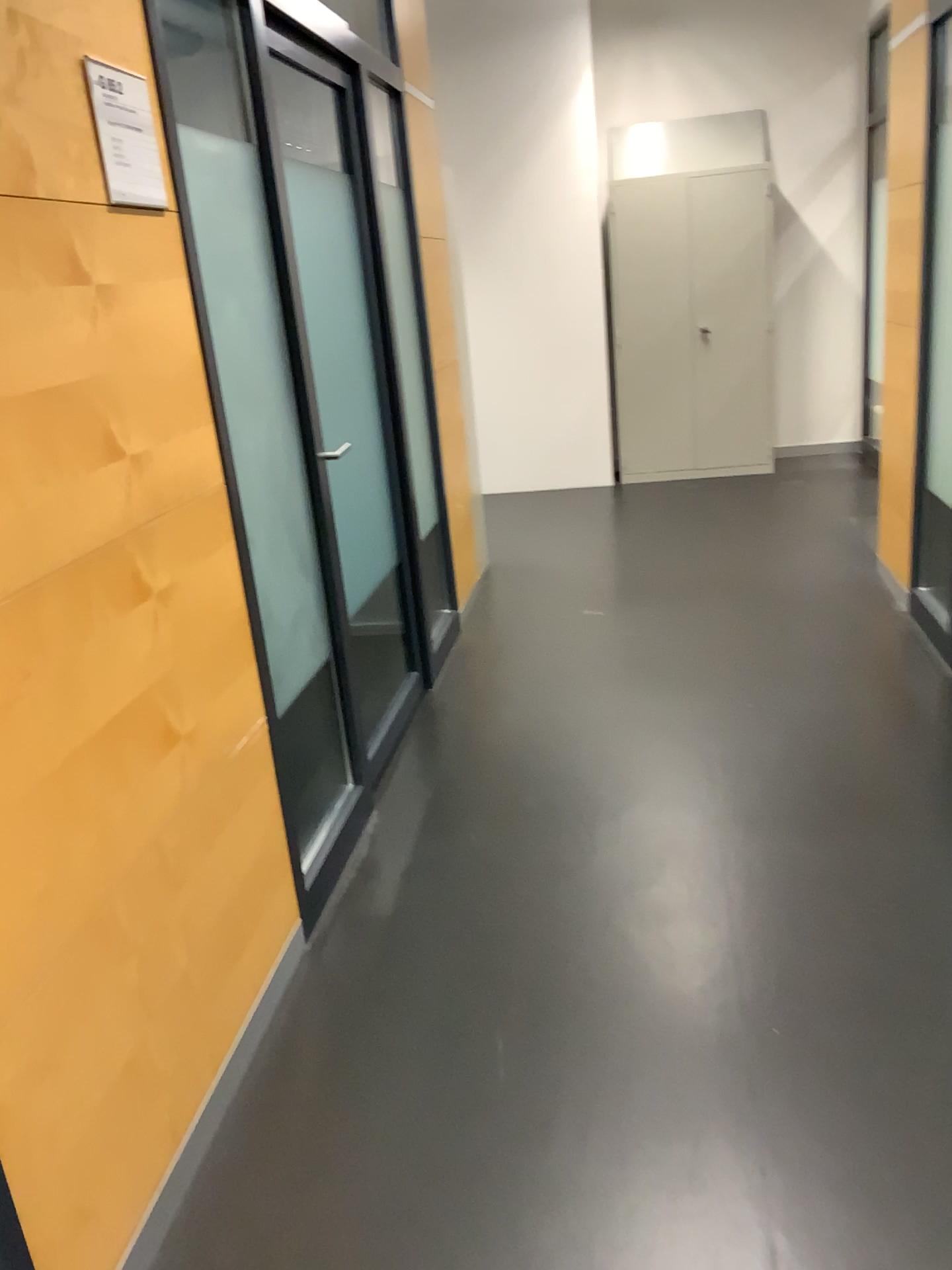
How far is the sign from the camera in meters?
1.6 m

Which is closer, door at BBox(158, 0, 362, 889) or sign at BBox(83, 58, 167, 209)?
sign at BBox(83, 58, 167, 209)

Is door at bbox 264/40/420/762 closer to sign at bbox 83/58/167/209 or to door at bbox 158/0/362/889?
door at bbox 158/0/362/889

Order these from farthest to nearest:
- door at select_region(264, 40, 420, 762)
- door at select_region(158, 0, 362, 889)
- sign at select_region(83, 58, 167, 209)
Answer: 1. door at select_region(264, 40, 420, 762)
2. door at select_region(158, 0, 362, 889)
3. sign at select_region(83, 58, 167, 209)

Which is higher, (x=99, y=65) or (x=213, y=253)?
(x=99, y=65)

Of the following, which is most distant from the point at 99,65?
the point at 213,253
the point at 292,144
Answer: the point at 292,144

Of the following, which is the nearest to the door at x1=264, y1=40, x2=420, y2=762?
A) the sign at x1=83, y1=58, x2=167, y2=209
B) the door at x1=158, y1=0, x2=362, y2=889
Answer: the door at x1=158, y1=0, x2=362, y2=889

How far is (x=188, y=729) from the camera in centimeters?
188cm

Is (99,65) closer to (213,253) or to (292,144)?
(213,253)
